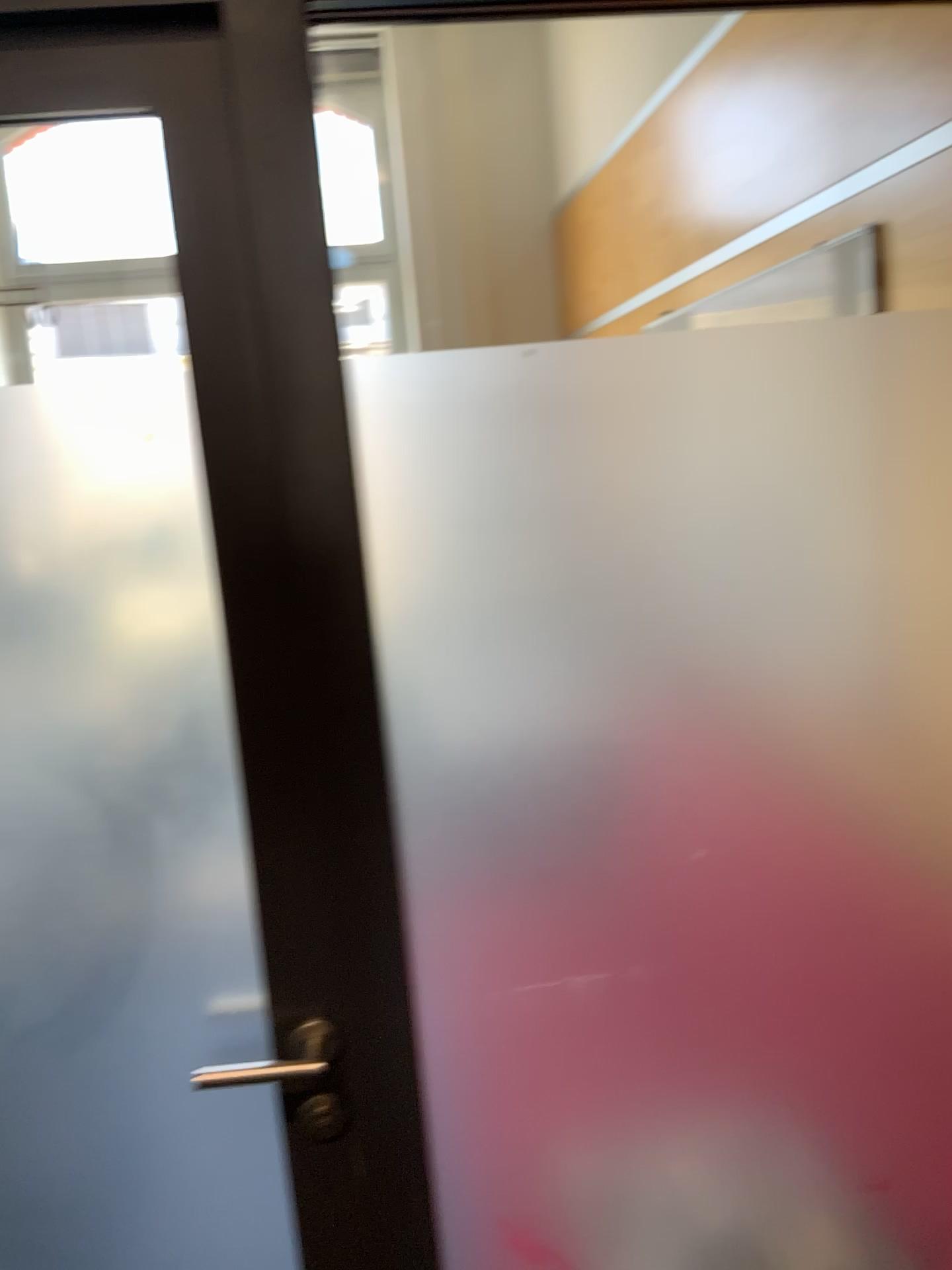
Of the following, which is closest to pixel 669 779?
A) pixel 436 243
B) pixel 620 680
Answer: pixel 620 680

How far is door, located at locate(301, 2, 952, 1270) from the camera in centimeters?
112cm

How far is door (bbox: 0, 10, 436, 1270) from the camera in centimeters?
103cm

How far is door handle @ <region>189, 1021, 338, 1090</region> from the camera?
1.2m

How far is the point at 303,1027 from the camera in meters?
1.2

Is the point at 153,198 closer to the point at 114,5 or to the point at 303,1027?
the point at 114,5

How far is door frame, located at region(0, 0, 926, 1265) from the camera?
1.00m

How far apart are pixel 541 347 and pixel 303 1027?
0.8 meters
